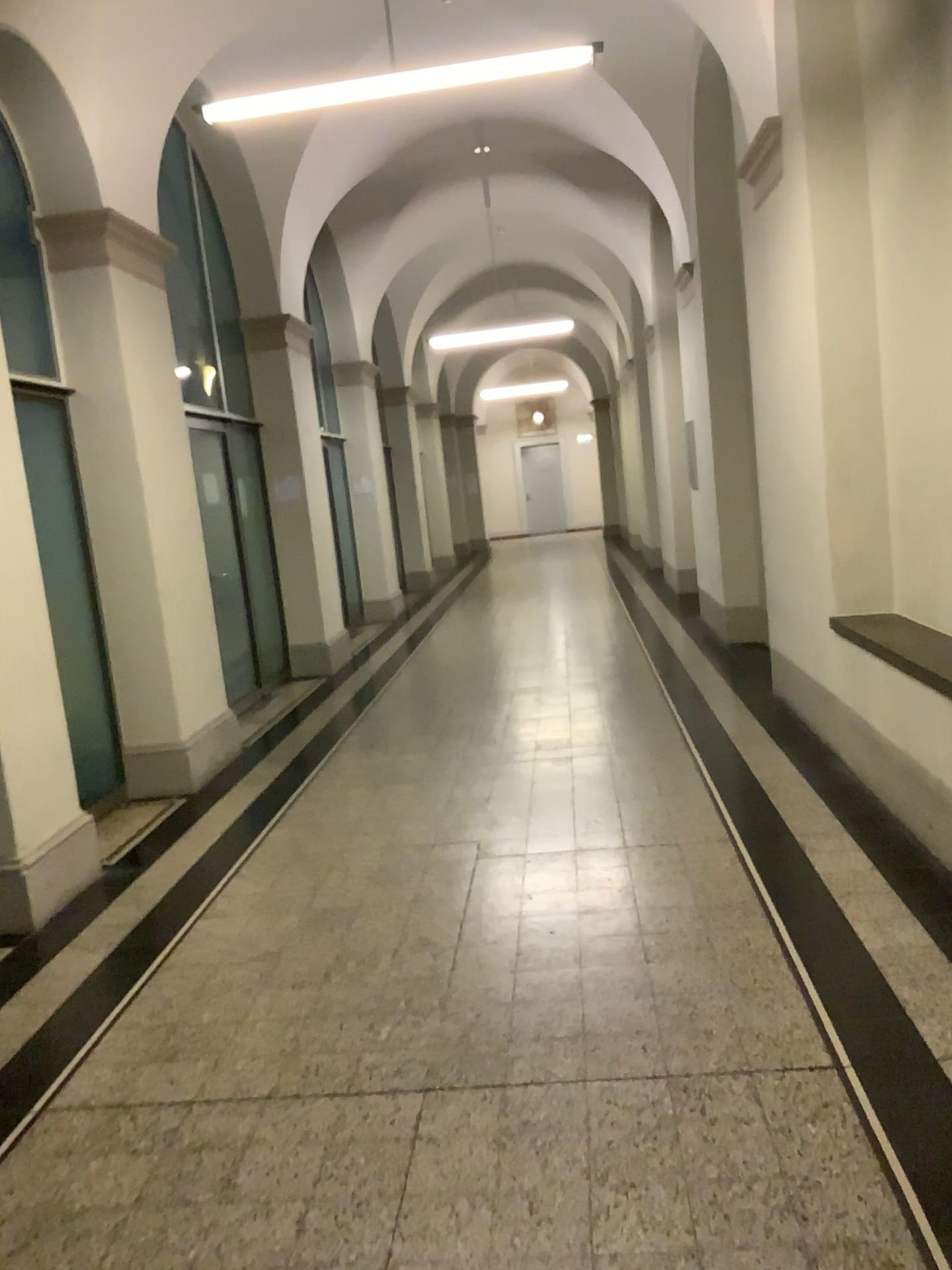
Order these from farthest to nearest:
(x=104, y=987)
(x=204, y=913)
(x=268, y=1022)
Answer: (x=204, y=913), (x=104, y=987), (x=268, y=1022)
